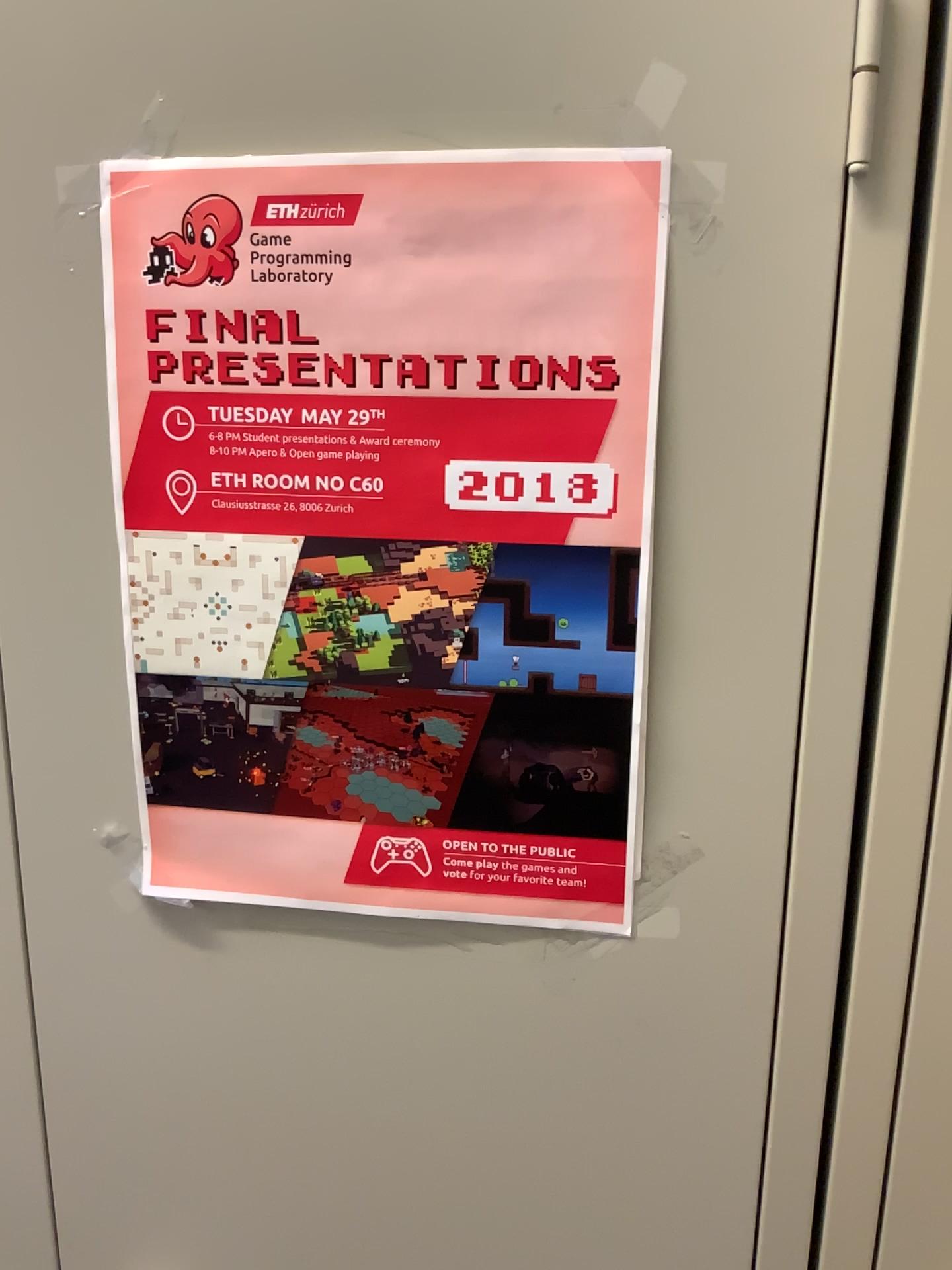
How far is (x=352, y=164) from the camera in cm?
54

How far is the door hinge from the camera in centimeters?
49cm

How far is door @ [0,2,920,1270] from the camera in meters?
0.5 m

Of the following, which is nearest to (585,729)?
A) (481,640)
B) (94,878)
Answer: (481,640)

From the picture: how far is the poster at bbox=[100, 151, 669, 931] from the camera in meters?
0.5

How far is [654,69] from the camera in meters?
0.5 m

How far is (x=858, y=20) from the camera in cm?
49

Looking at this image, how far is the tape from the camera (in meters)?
0.51
